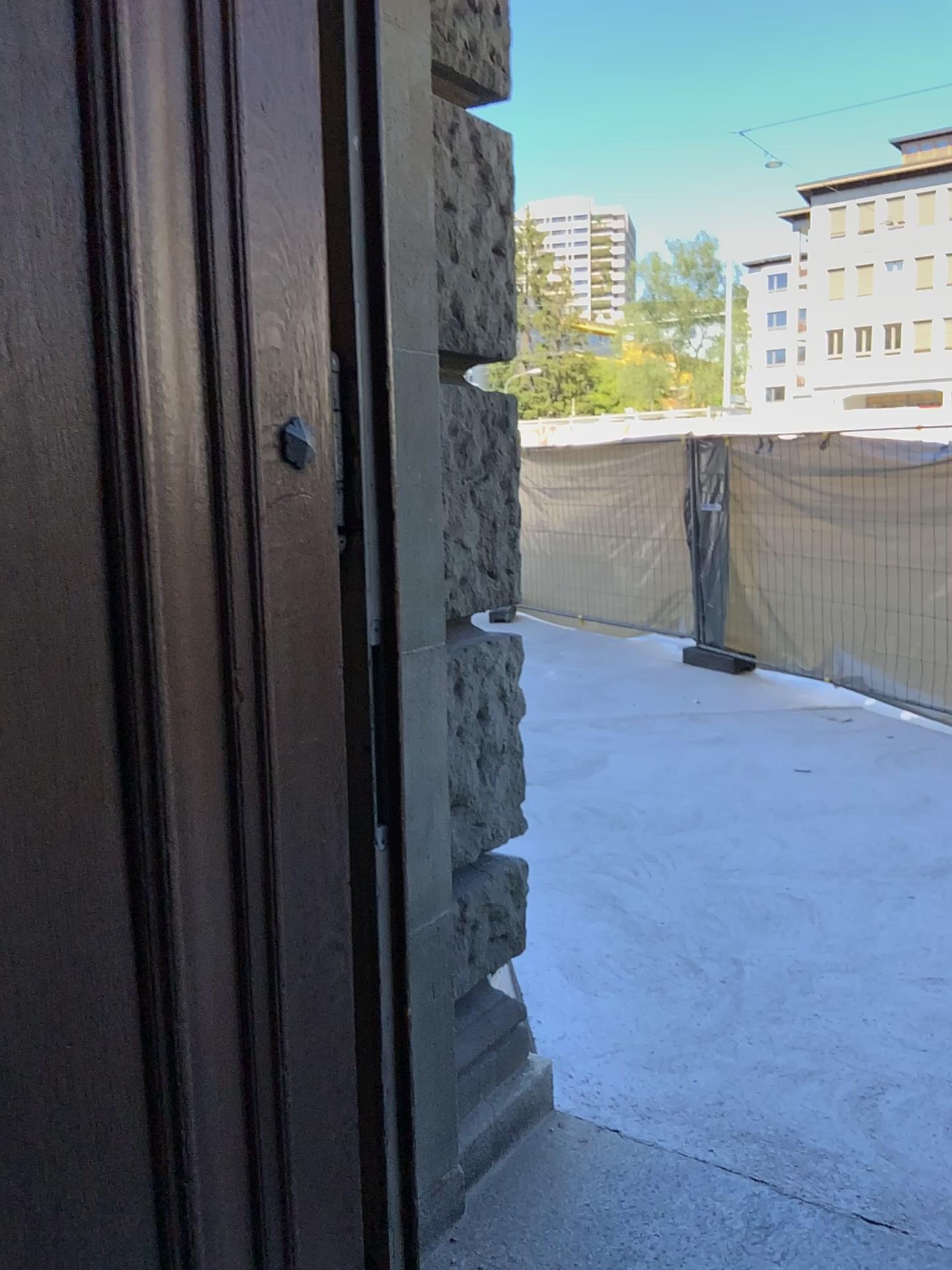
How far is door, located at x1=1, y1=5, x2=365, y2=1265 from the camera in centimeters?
99cm

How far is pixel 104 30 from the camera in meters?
1.0

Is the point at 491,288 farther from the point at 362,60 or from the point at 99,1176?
the point at 99,1176
